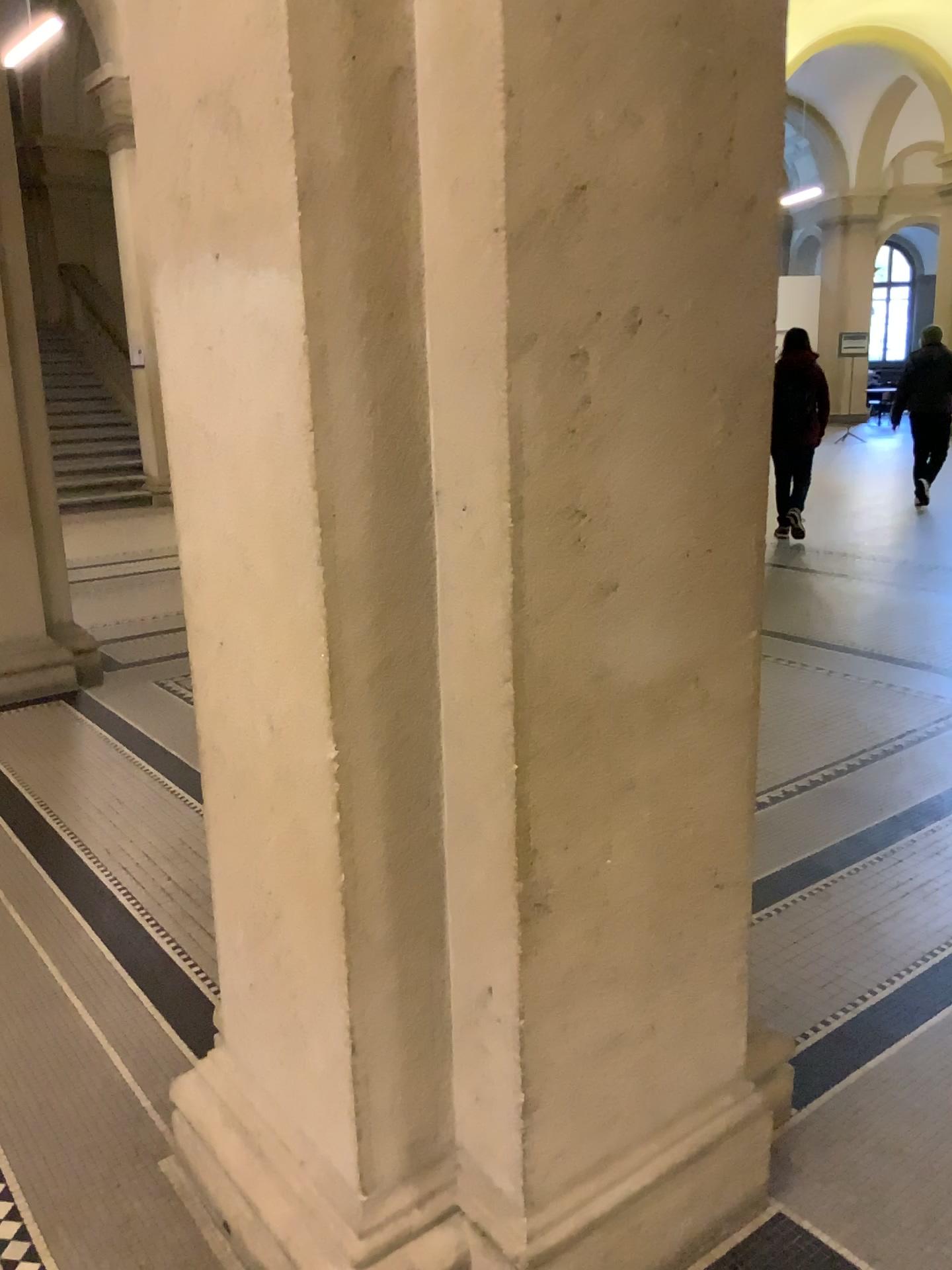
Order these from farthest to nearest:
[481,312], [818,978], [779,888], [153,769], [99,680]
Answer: [99,680] < [153,769] < [779,888] < [818,978] < [481,312]
